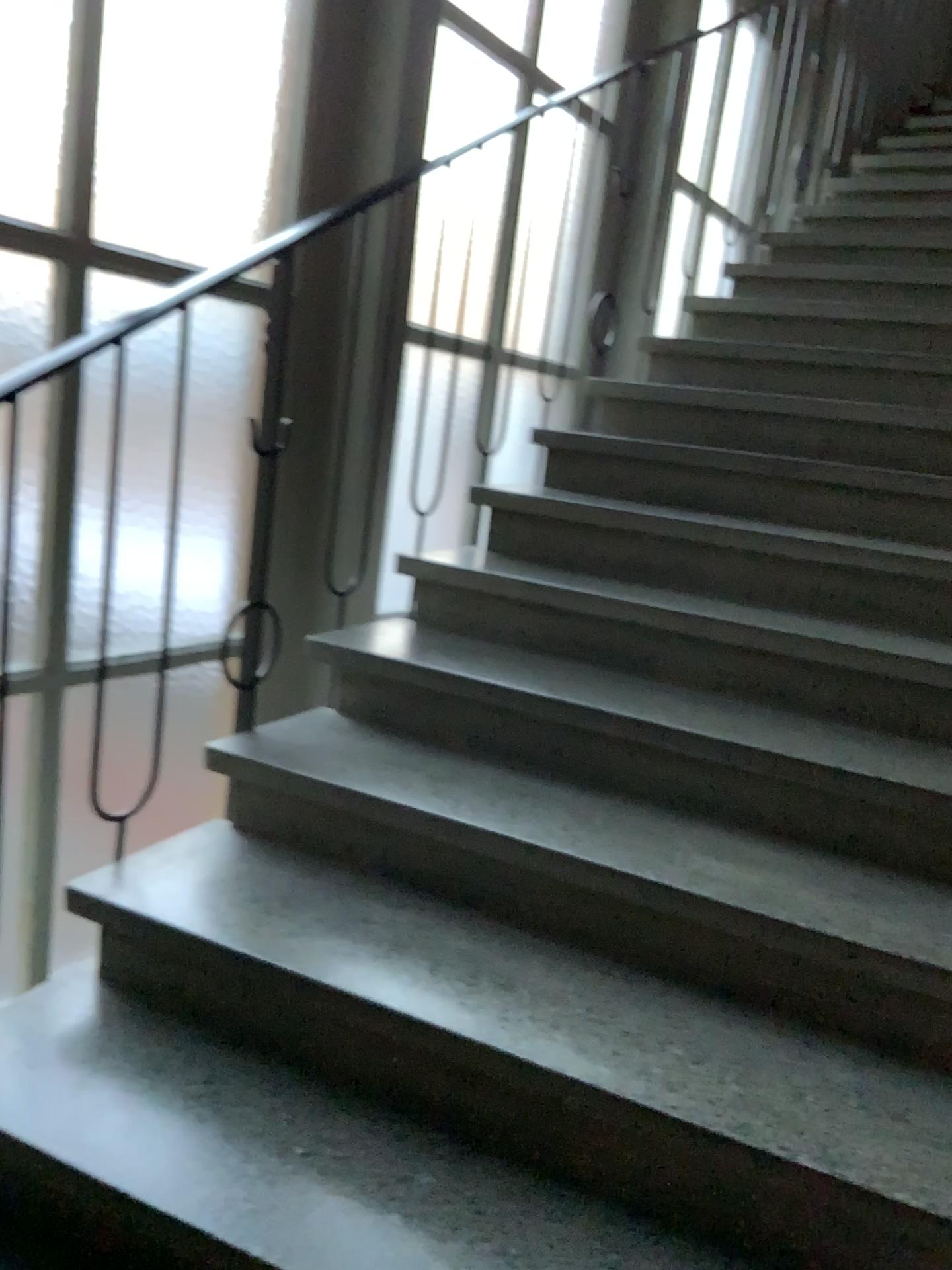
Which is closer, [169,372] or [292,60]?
[169,372]
